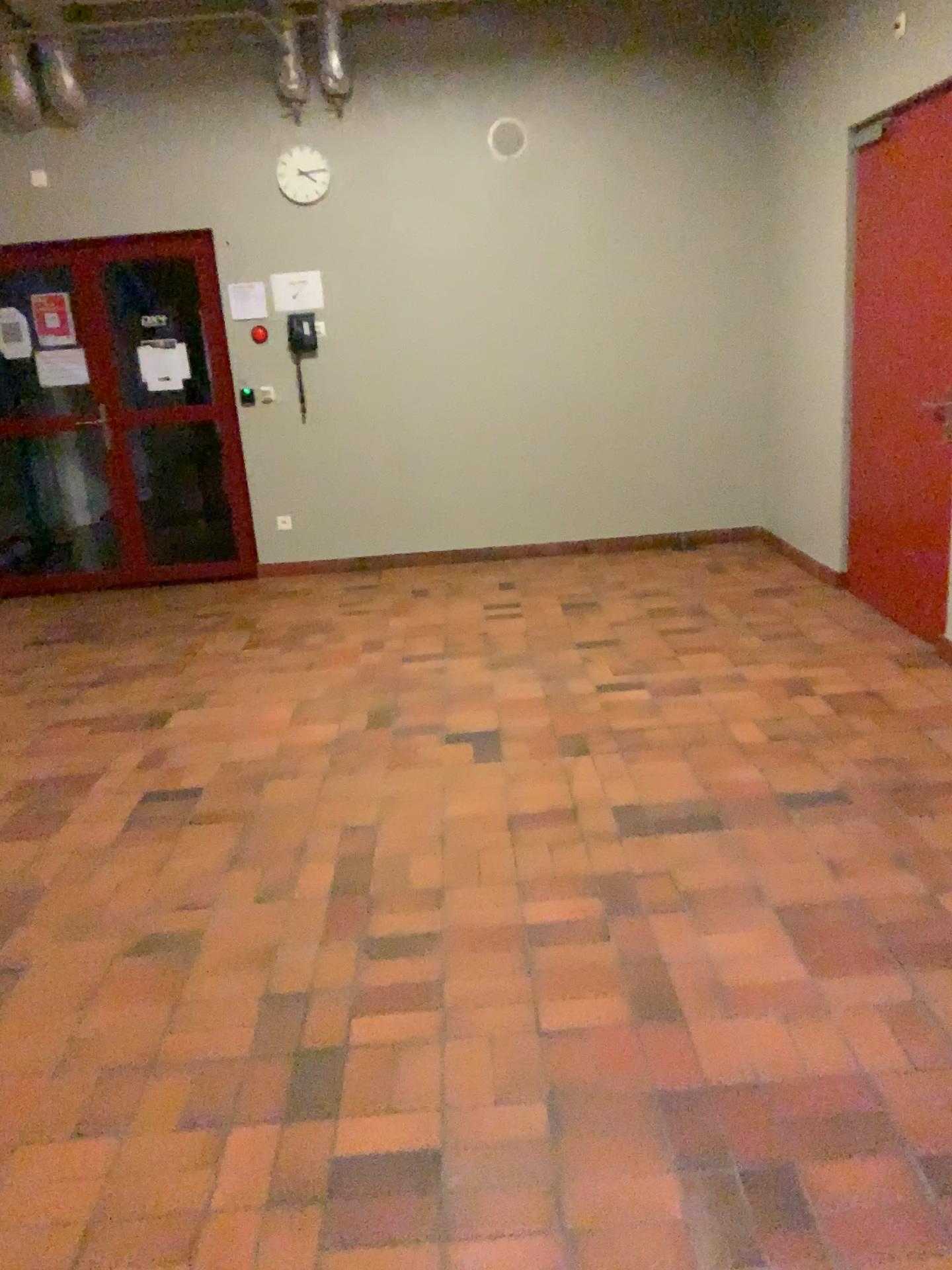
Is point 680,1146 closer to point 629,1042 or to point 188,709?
point 629,1042
